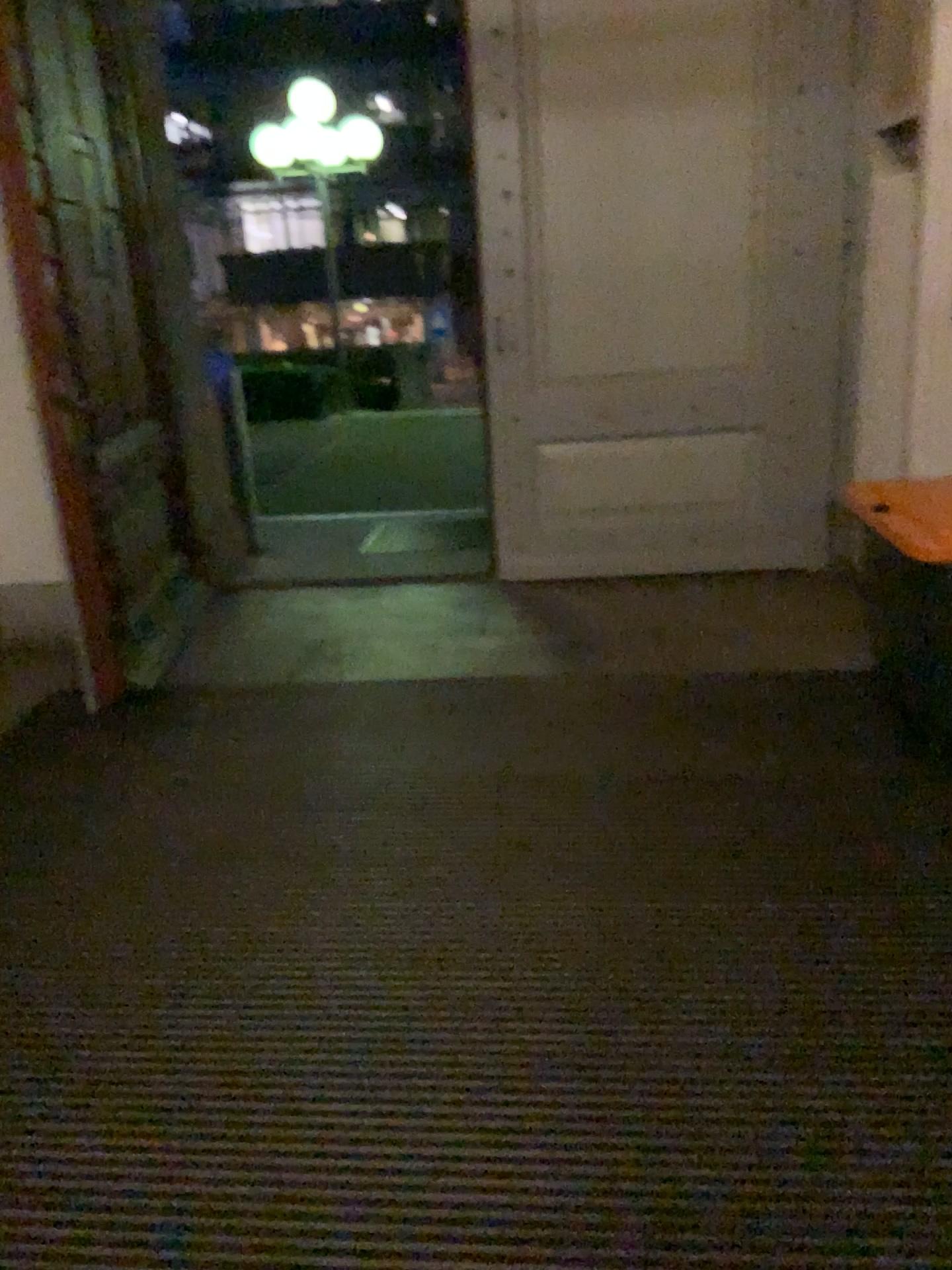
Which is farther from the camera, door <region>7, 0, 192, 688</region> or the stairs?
the stairs

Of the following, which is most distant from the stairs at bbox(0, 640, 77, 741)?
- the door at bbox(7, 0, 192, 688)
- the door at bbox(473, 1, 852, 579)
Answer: the door at bbox(473, 1, 852, 579)

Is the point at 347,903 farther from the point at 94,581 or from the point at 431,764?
the point at 94,581

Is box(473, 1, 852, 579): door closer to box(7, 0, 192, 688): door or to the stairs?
box(7, 0, 192, 688): door

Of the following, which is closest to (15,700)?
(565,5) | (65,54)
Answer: (65,54)

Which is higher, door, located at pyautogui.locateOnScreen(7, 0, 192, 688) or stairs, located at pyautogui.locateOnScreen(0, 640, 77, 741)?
door, located at pyautogui.locateOnScreen(7, 0, 192, 688)

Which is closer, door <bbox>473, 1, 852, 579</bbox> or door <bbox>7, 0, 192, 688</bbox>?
door <bbox>7, 0, 192, 688</bbox>

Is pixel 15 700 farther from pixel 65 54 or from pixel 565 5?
pixel 565 5

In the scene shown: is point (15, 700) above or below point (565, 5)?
below
